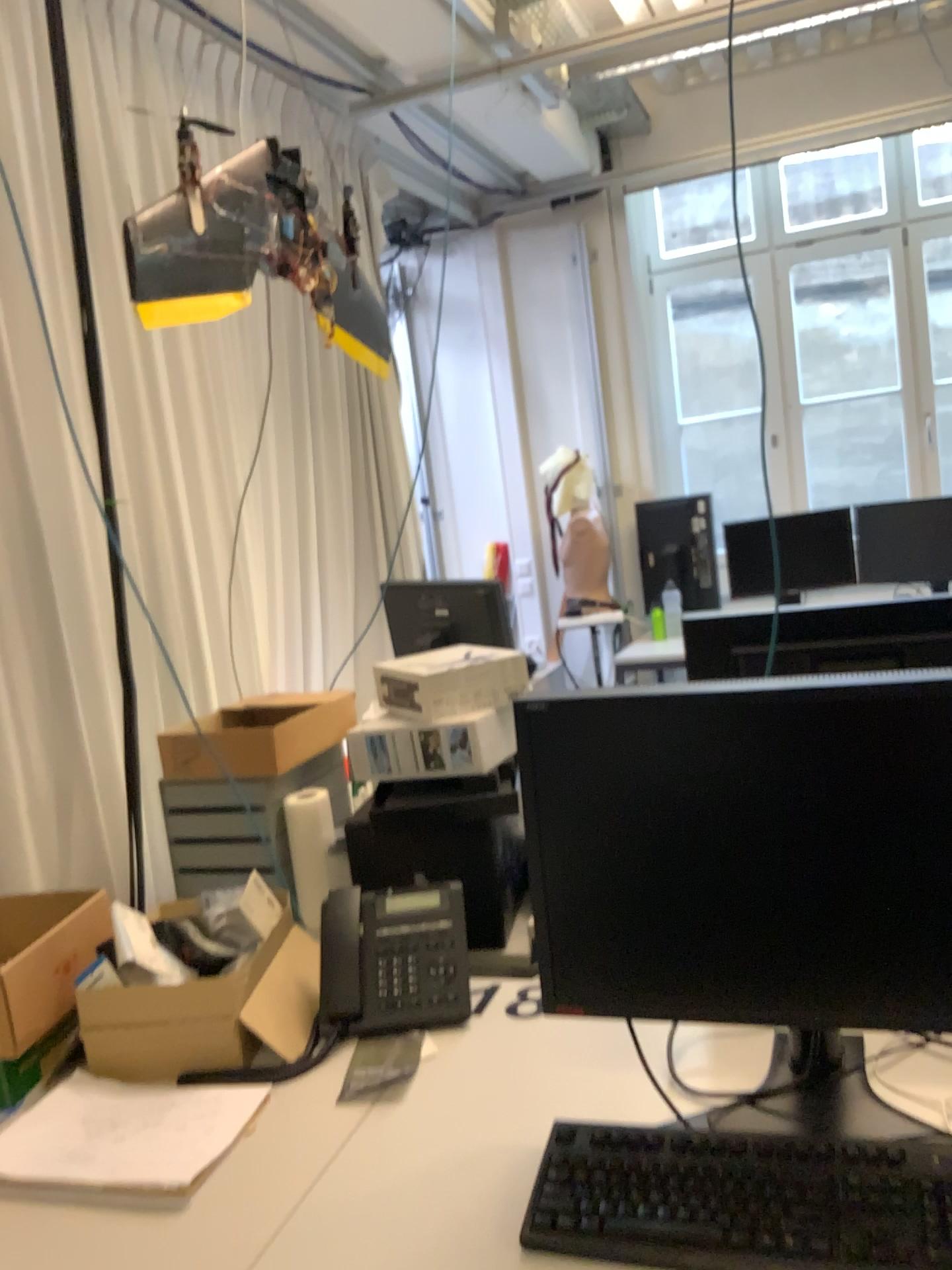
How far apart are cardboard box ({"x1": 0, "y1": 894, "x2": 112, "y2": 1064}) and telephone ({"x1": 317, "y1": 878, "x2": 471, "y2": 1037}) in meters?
0.4 m

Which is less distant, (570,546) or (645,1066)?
(645,1066)

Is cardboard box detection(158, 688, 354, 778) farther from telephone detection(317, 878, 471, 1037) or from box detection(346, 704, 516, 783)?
telephone detection(317, 878, 471, 1037)

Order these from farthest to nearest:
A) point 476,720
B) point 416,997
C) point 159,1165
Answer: point 476,720 → point 416,997 → point 159,1165

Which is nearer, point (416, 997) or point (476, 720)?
point (416, 997)

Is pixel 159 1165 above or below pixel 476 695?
below

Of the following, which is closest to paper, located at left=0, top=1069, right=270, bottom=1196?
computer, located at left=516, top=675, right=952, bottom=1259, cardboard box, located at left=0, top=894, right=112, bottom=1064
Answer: cardboard box, located at left=0, top=894, right=112, bottom=1064

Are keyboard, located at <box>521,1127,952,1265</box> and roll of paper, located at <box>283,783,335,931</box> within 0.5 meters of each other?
no

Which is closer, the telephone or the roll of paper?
the telephone

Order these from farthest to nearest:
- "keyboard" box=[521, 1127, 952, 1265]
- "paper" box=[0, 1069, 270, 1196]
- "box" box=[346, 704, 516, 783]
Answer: "box" box=[346, 704, 516, 783] < "paper" box=[0, 1069, 270, 1196] < "keyboard" box=[521, 1127, 952, 1265]
